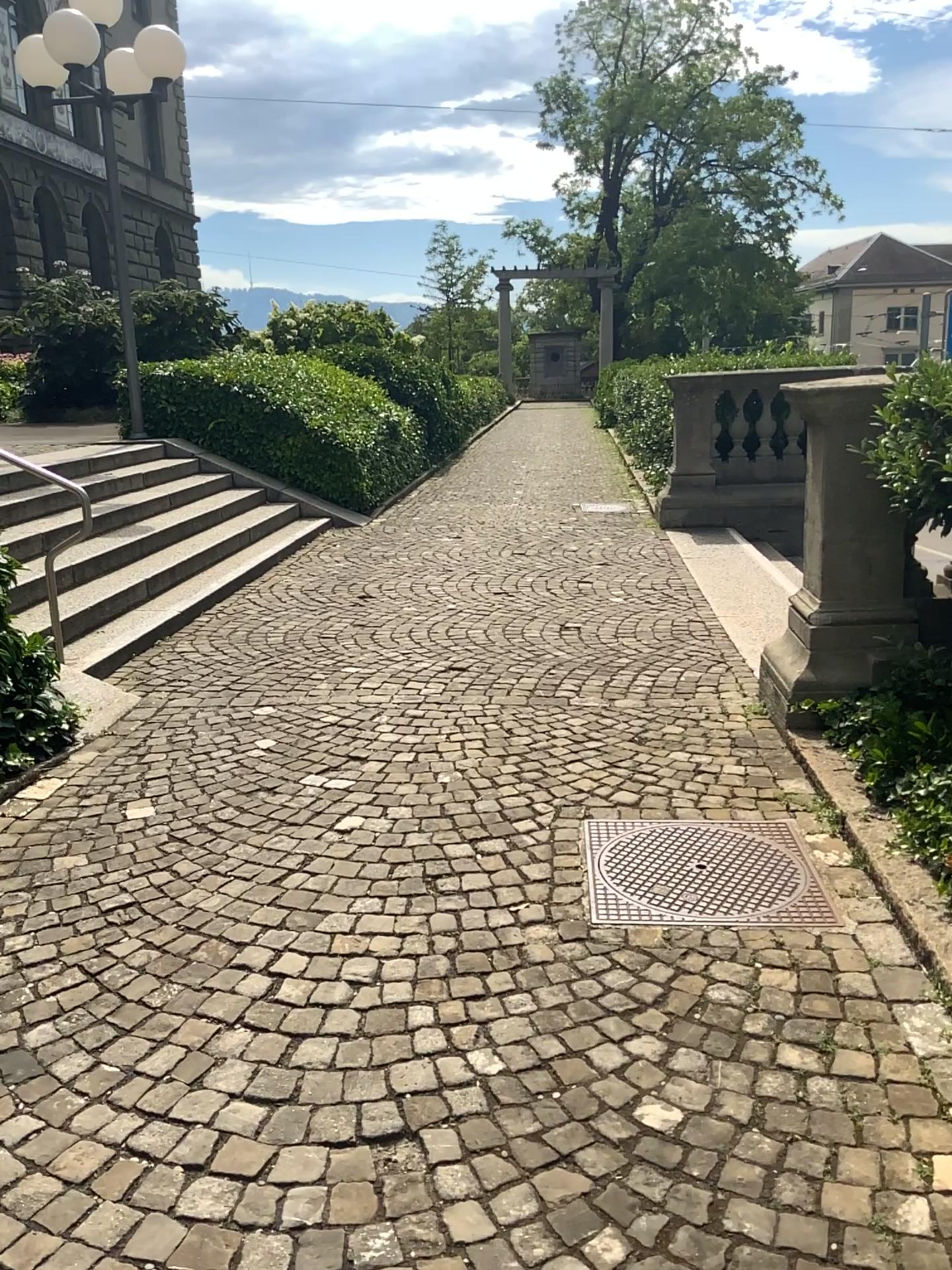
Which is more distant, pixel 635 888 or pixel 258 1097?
pixel 635 888
